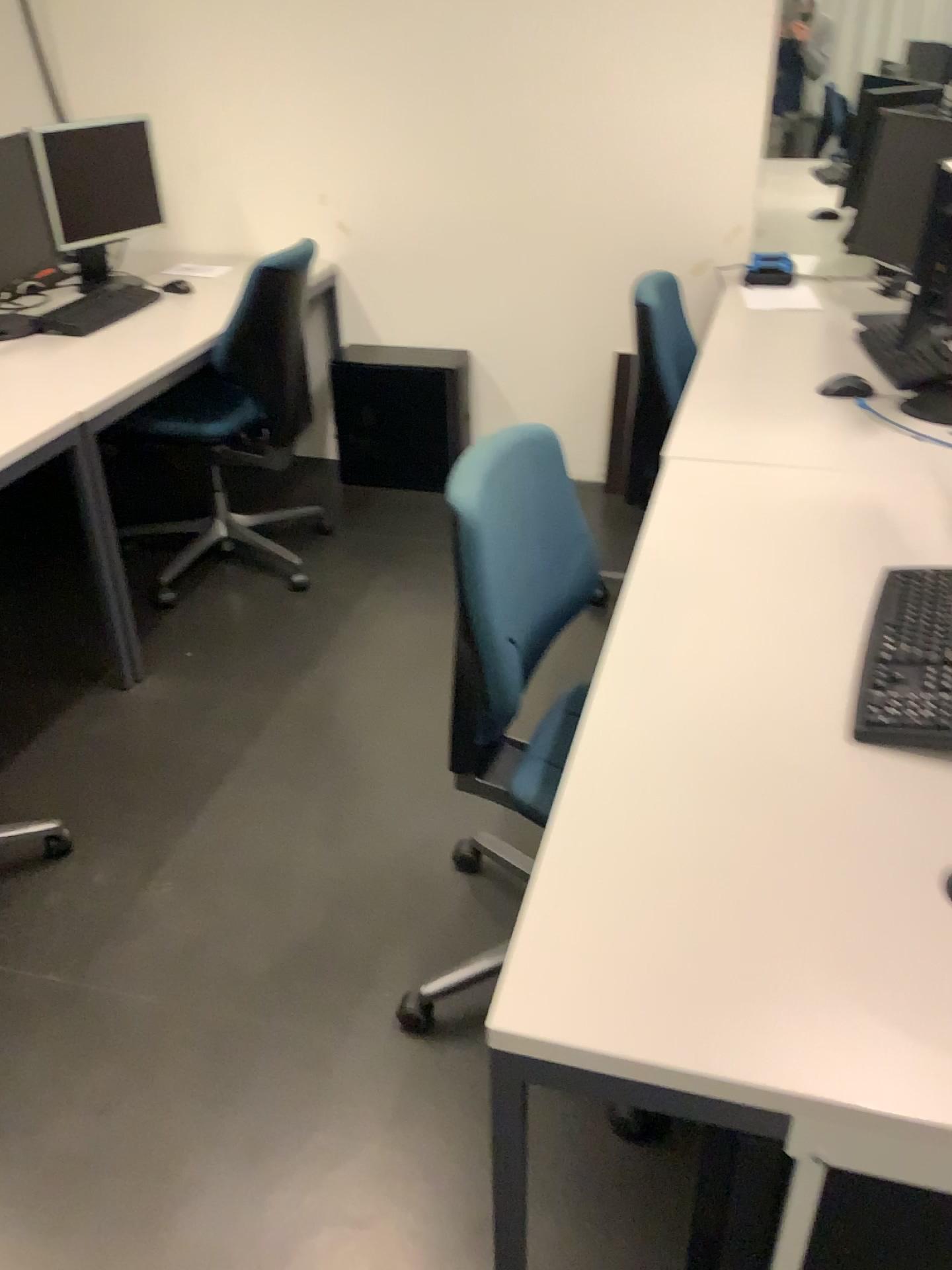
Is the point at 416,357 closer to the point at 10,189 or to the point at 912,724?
the point at 10,189

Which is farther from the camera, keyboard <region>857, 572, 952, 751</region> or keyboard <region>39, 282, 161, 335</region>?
keyboard <region>39, 282, 161, 335</region>

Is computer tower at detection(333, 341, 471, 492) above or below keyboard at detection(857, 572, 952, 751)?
below

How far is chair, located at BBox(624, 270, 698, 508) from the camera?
3.1 meters

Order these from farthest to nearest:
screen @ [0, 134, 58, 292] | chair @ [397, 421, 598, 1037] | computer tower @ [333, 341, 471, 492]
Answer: computer tower @ [333, 341, 471, 492] → screen @ [0, 134, 58, 292] → chair @ [397, 421, 598, 1037]

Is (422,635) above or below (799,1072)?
below

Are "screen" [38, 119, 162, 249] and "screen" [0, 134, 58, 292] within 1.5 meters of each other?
yes

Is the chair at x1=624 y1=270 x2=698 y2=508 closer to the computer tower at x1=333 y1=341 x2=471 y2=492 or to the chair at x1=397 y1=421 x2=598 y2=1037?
the computer tower at x1=333 y1=341 x2=471 y2=492

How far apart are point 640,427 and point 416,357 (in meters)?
1.04

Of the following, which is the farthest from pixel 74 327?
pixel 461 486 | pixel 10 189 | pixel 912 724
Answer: pixel 912 724
